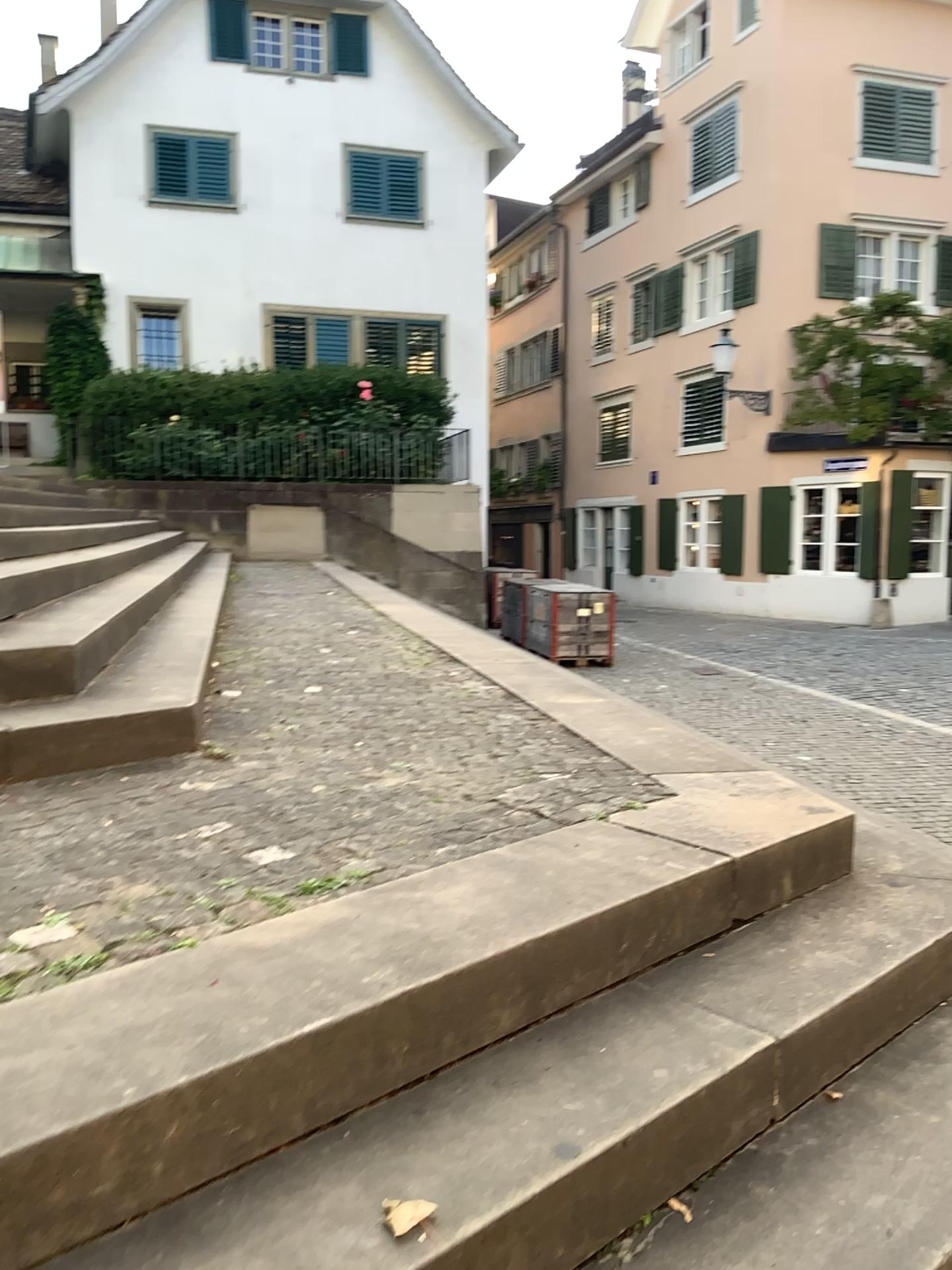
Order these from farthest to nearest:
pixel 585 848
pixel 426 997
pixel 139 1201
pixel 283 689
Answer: pixel 283 689, pixel 585 848, pixel 426 997, pixel 139 1201
